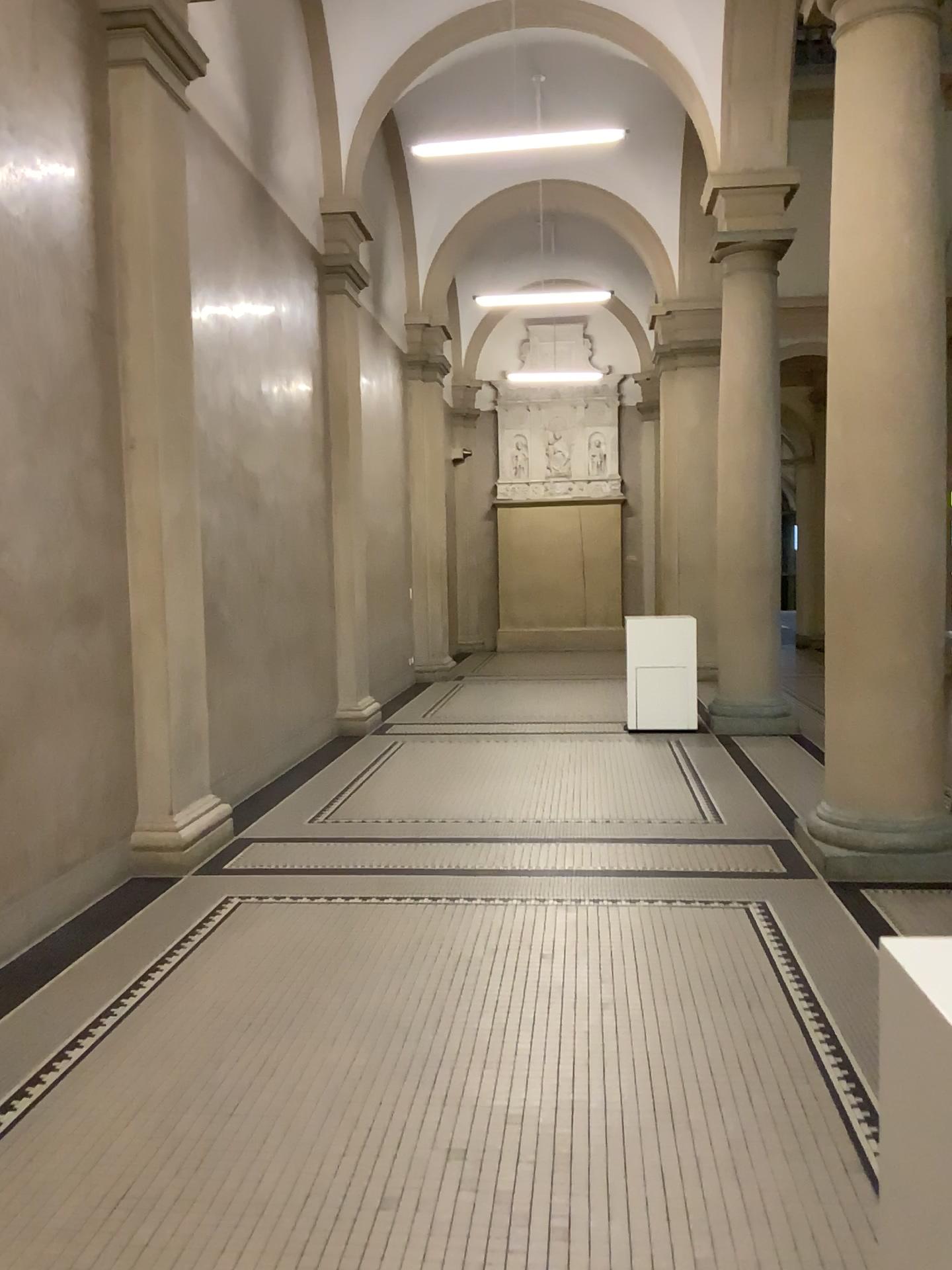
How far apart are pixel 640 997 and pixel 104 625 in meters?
3.1 m
